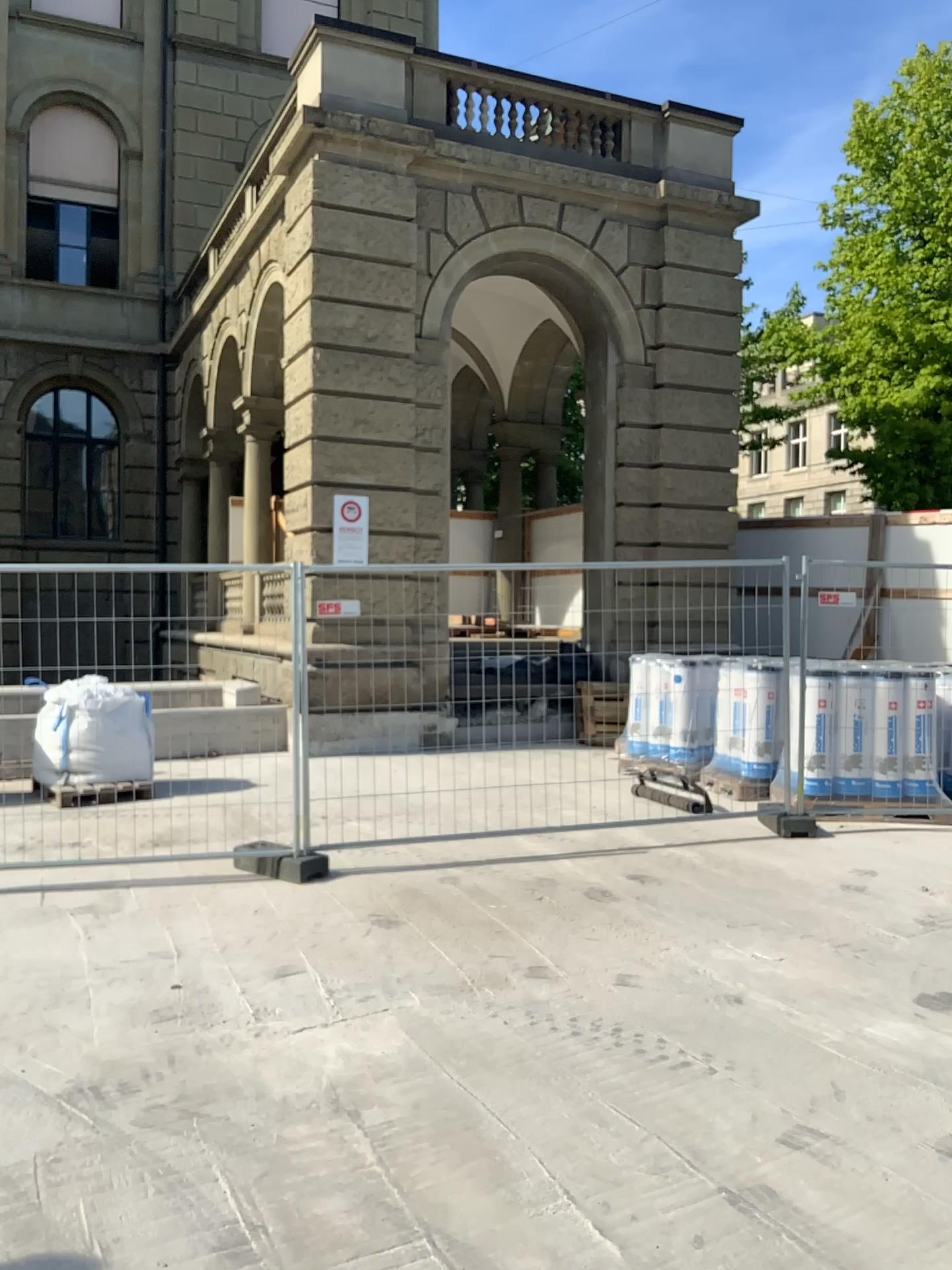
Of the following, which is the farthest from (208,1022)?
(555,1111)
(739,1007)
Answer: (739,1007)
